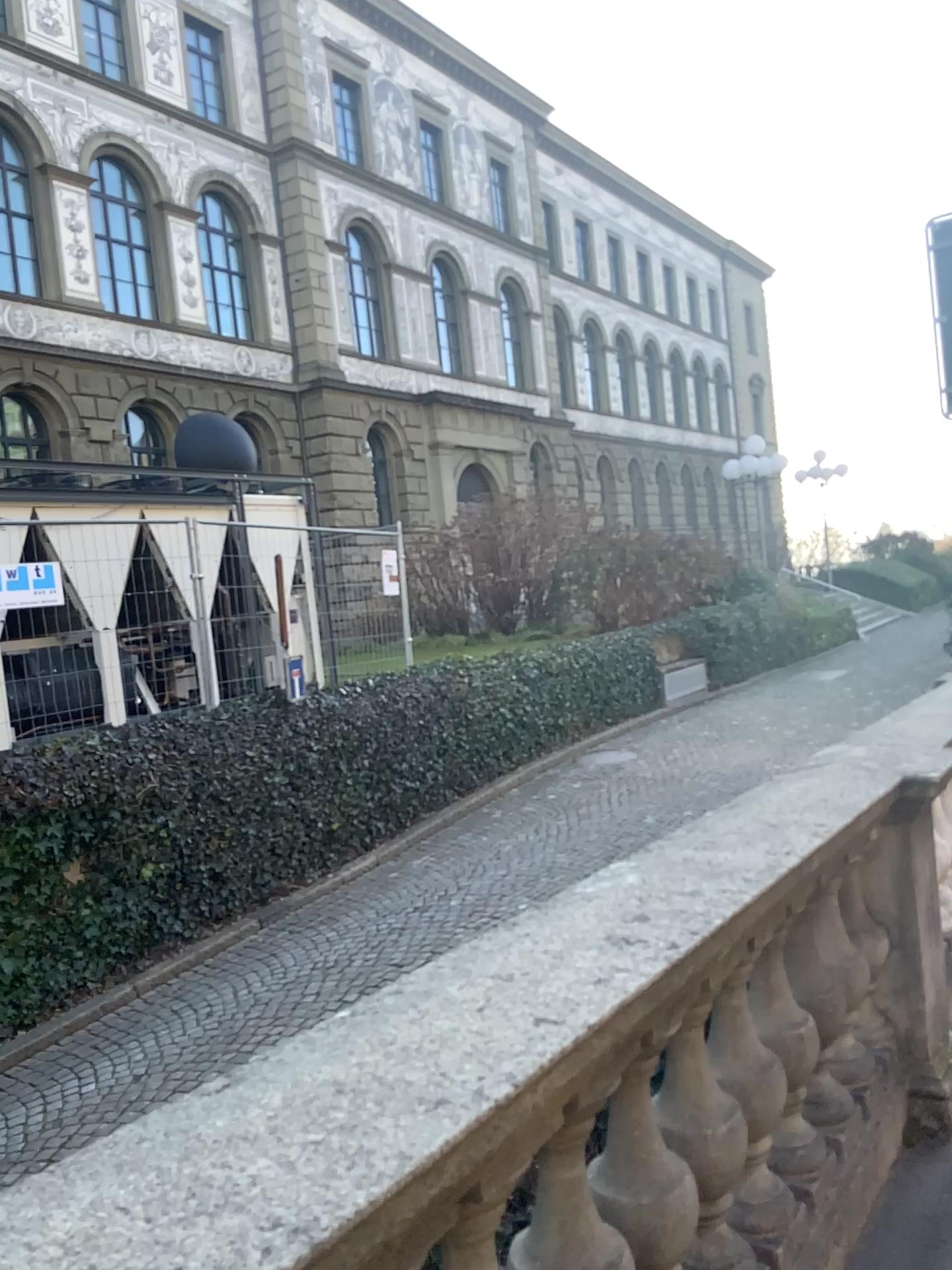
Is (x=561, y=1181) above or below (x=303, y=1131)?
below
